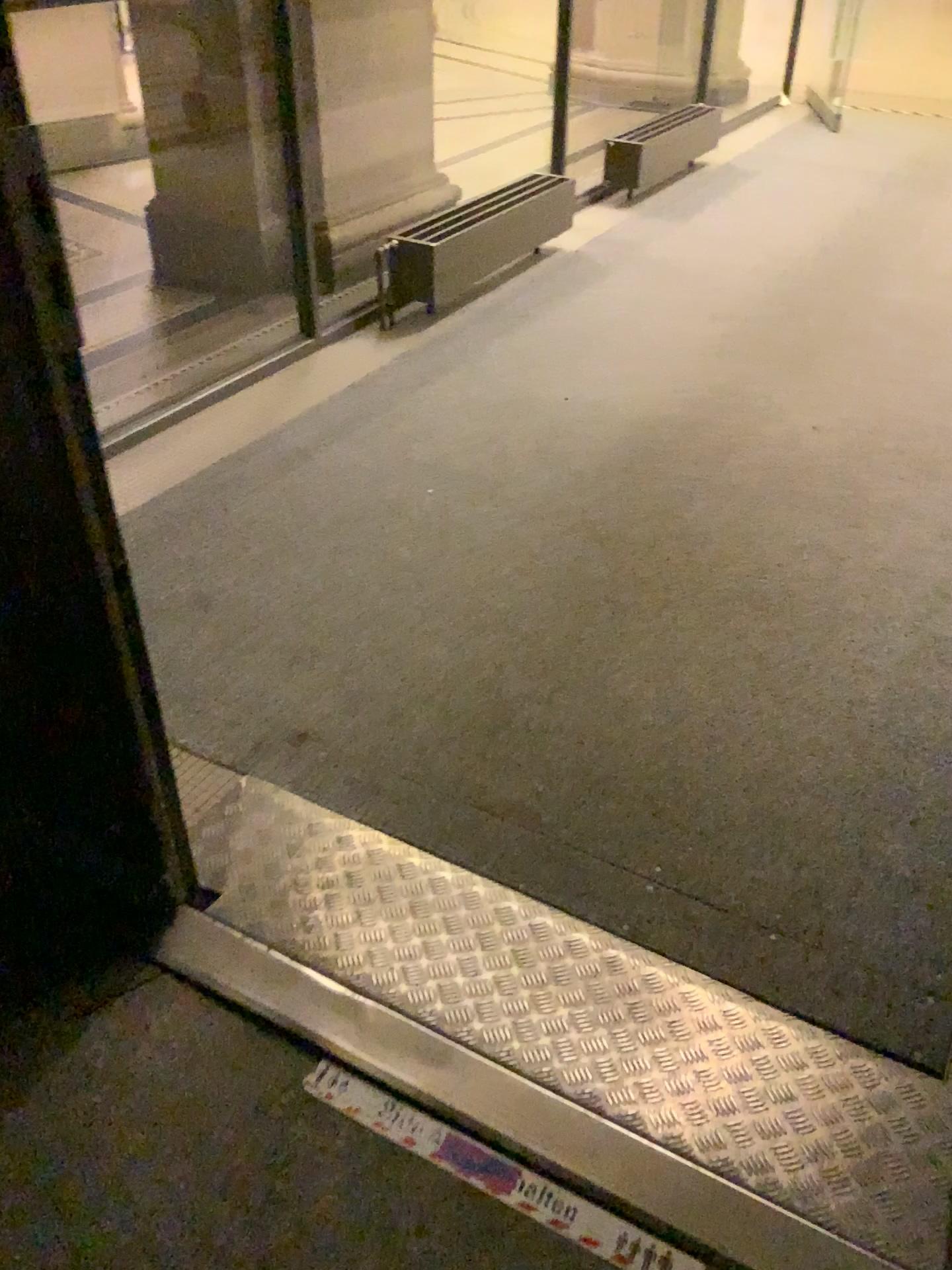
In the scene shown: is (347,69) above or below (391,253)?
above

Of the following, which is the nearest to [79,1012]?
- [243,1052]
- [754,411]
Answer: [243,1052]

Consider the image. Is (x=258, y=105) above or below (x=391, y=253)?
above
